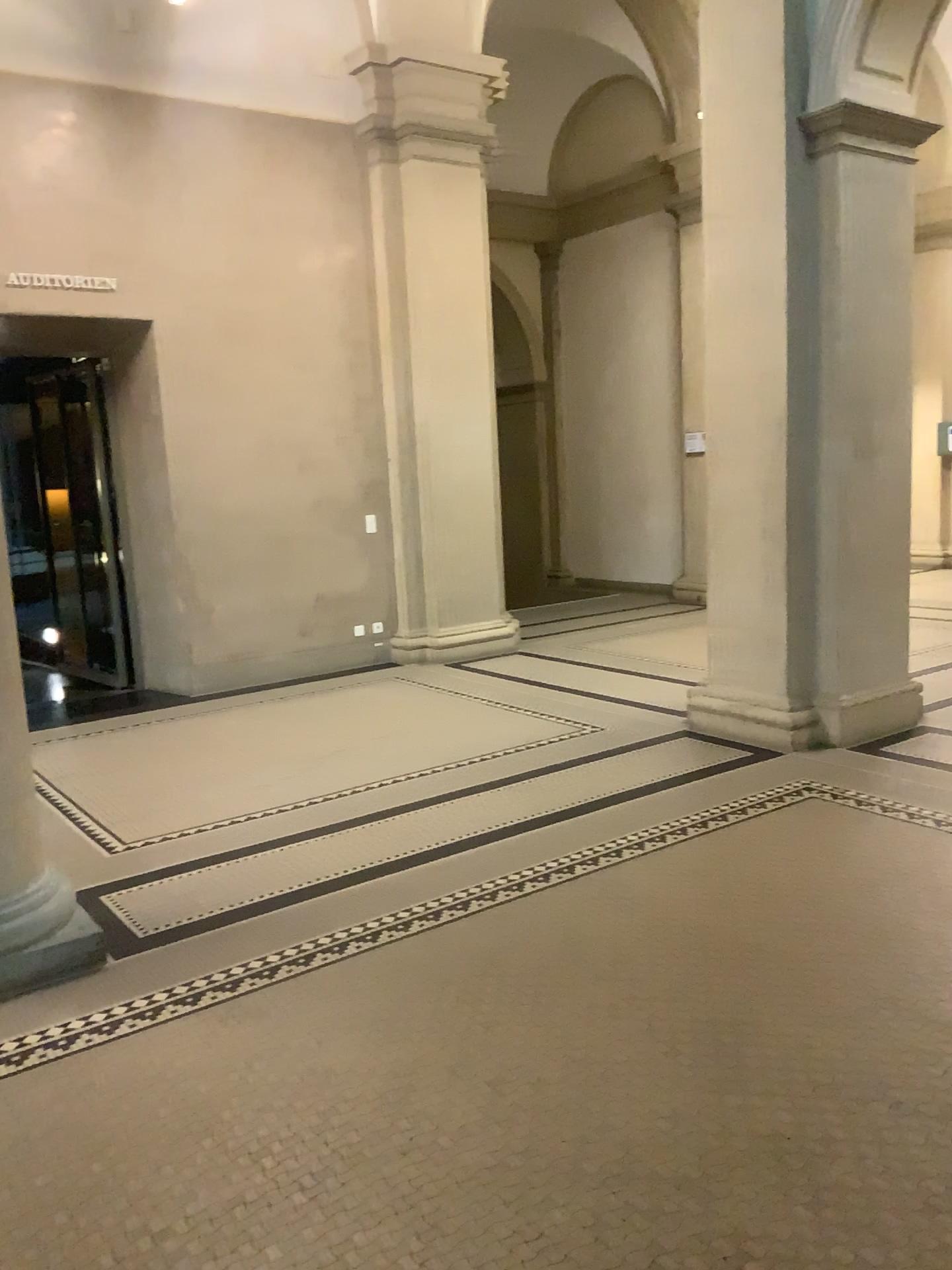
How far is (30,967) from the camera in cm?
332

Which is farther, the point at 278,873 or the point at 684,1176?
the point at 278,873

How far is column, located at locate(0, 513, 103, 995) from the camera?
3.3 meters

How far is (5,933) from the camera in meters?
3.3 m

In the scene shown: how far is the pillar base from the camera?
3.3m
